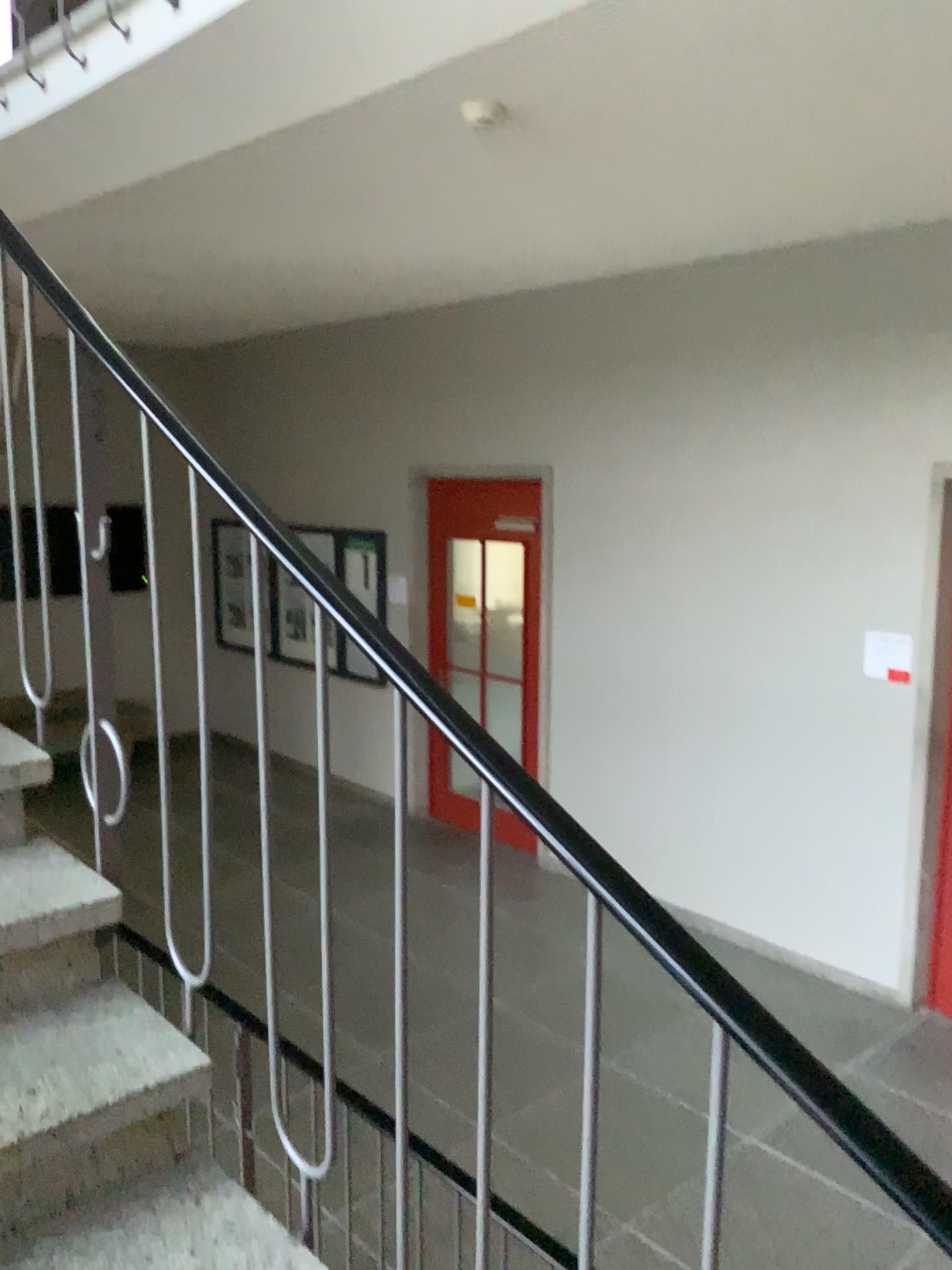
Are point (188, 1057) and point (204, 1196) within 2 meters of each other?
yes

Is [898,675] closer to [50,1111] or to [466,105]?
[466,105]

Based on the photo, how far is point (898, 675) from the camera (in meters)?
4.62

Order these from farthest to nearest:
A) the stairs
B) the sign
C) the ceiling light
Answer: the sign
the ceiling light
the stairs

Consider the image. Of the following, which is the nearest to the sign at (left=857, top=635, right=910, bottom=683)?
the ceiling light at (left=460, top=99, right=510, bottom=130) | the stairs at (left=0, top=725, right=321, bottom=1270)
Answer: the ceiling light at (left=460, top=99, right=510, bottom=130)

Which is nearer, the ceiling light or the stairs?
the stairs

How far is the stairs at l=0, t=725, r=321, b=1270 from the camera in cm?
140

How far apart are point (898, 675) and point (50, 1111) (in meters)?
4.05

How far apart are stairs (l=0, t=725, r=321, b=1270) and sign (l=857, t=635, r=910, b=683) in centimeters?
377cm

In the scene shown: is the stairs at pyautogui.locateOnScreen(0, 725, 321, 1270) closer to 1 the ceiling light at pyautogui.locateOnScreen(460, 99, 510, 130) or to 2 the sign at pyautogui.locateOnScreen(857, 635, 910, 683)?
1 the ceiling light at pyautogui.locateOnScreen(460, 99, 510, 130)
